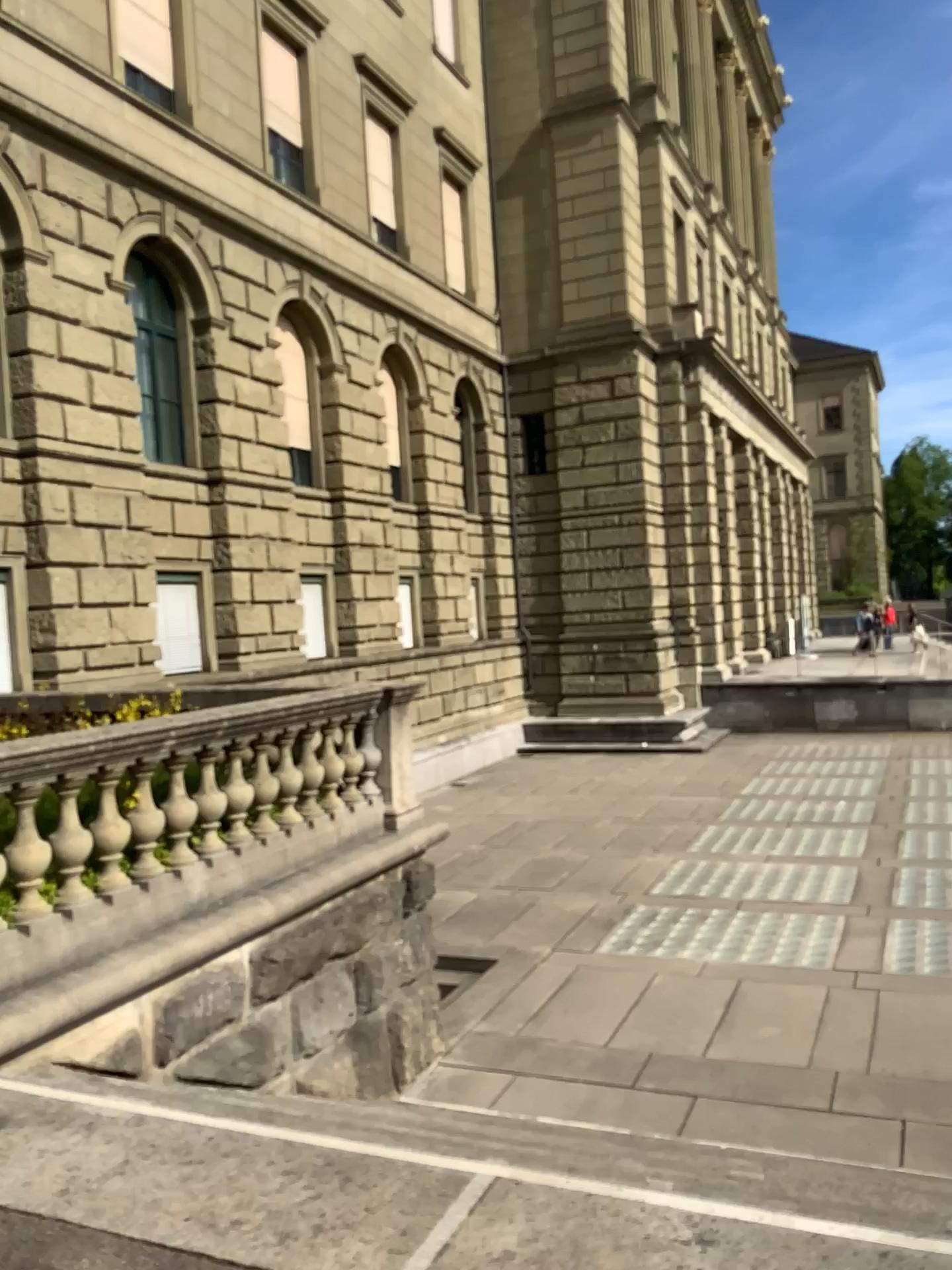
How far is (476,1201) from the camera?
2.8m
